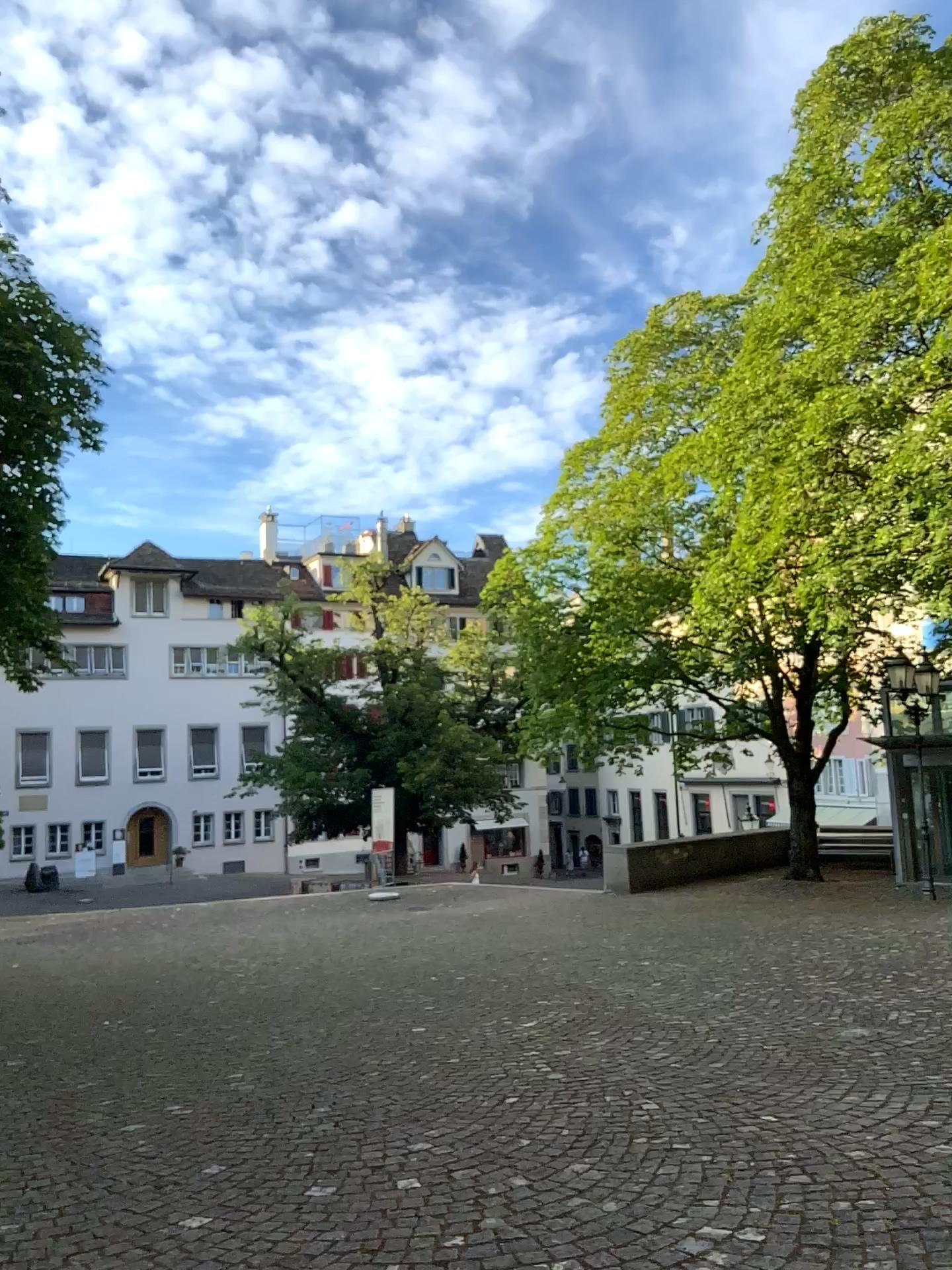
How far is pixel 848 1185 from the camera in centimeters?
353cm
